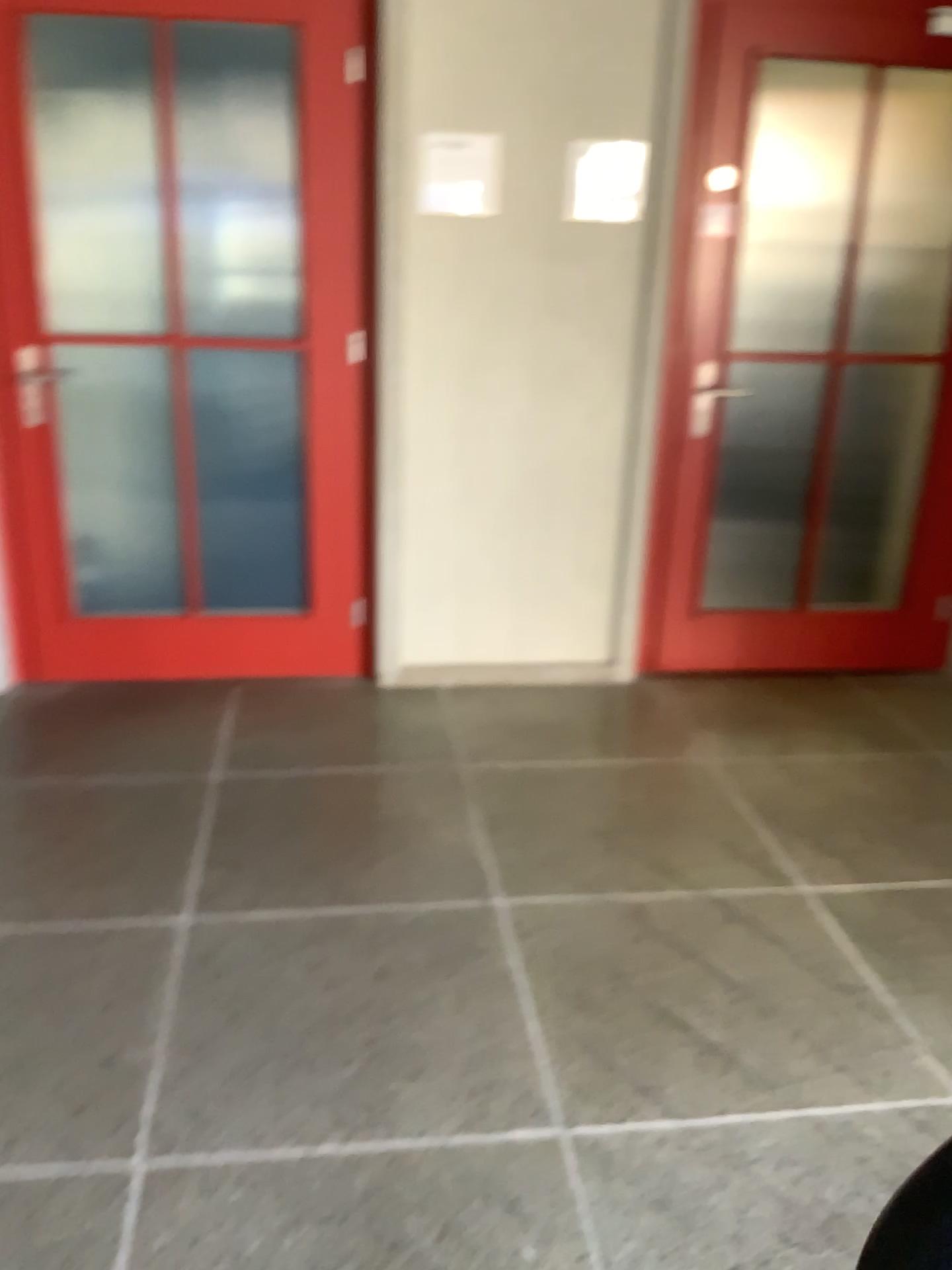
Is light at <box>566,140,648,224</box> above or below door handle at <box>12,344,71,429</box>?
above

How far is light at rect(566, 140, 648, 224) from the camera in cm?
319

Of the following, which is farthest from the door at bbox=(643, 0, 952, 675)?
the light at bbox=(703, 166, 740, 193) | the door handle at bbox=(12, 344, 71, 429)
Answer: the door handle at bbox=(12, 344, 71, 429)

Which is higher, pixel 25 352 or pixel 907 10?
pixel 907 10

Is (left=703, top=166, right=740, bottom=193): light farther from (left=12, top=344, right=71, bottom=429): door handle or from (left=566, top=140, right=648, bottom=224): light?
(left=12, top=344, right=71, bottom=429): door handle

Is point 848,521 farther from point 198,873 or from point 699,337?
point 198,873

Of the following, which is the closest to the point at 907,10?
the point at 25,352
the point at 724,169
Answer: the point at 724,169

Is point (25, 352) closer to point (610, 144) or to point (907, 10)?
point (610, 144)

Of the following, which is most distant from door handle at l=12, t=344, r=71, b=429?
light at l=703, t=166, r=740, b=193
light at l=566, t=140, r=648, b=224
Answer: light at l=703, t=166, r=740, b=193

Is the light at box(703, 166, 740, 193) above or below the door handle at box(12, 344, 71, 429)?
above
